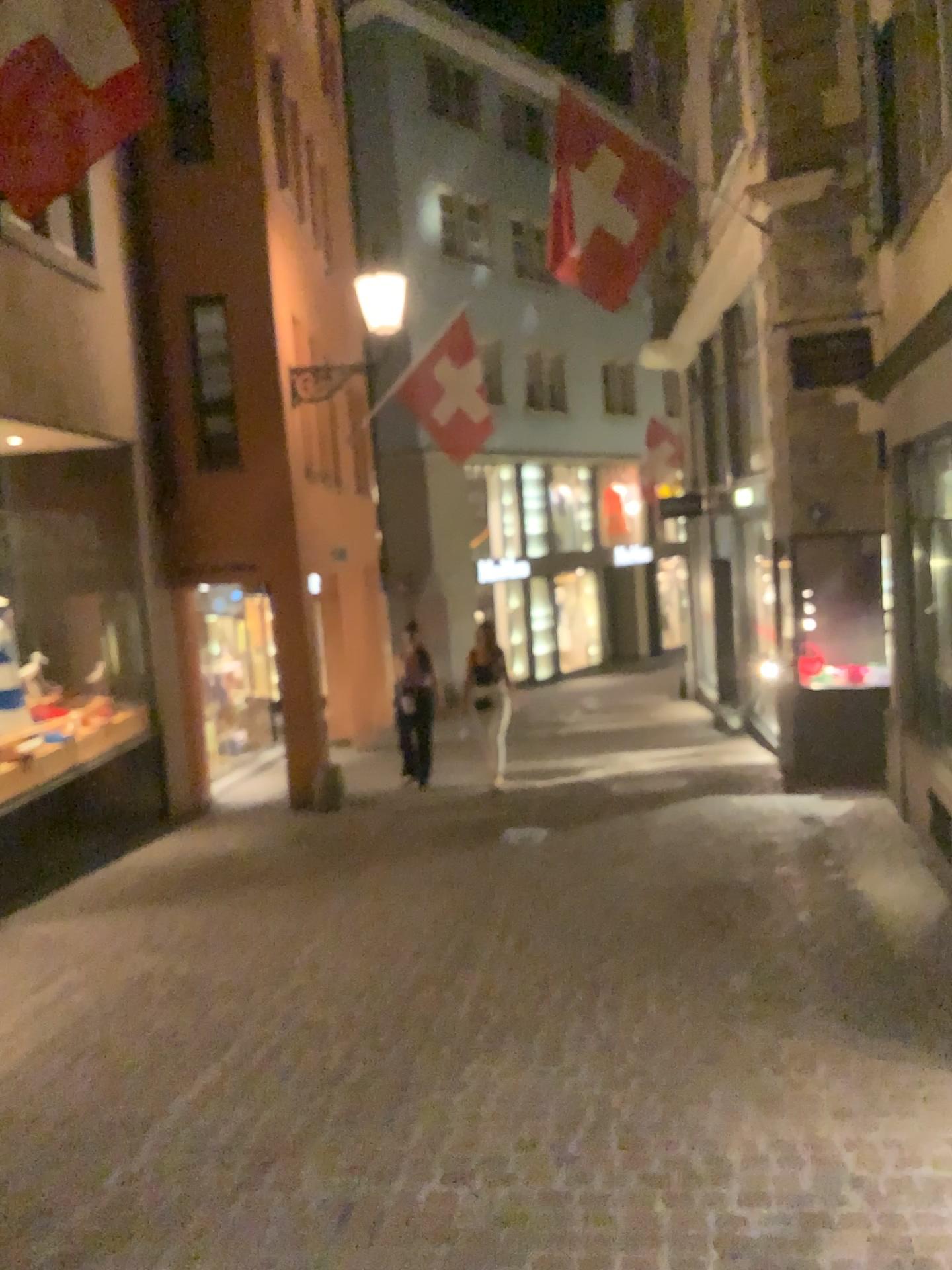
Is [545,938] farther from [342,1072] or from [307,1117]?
[307,1117]
